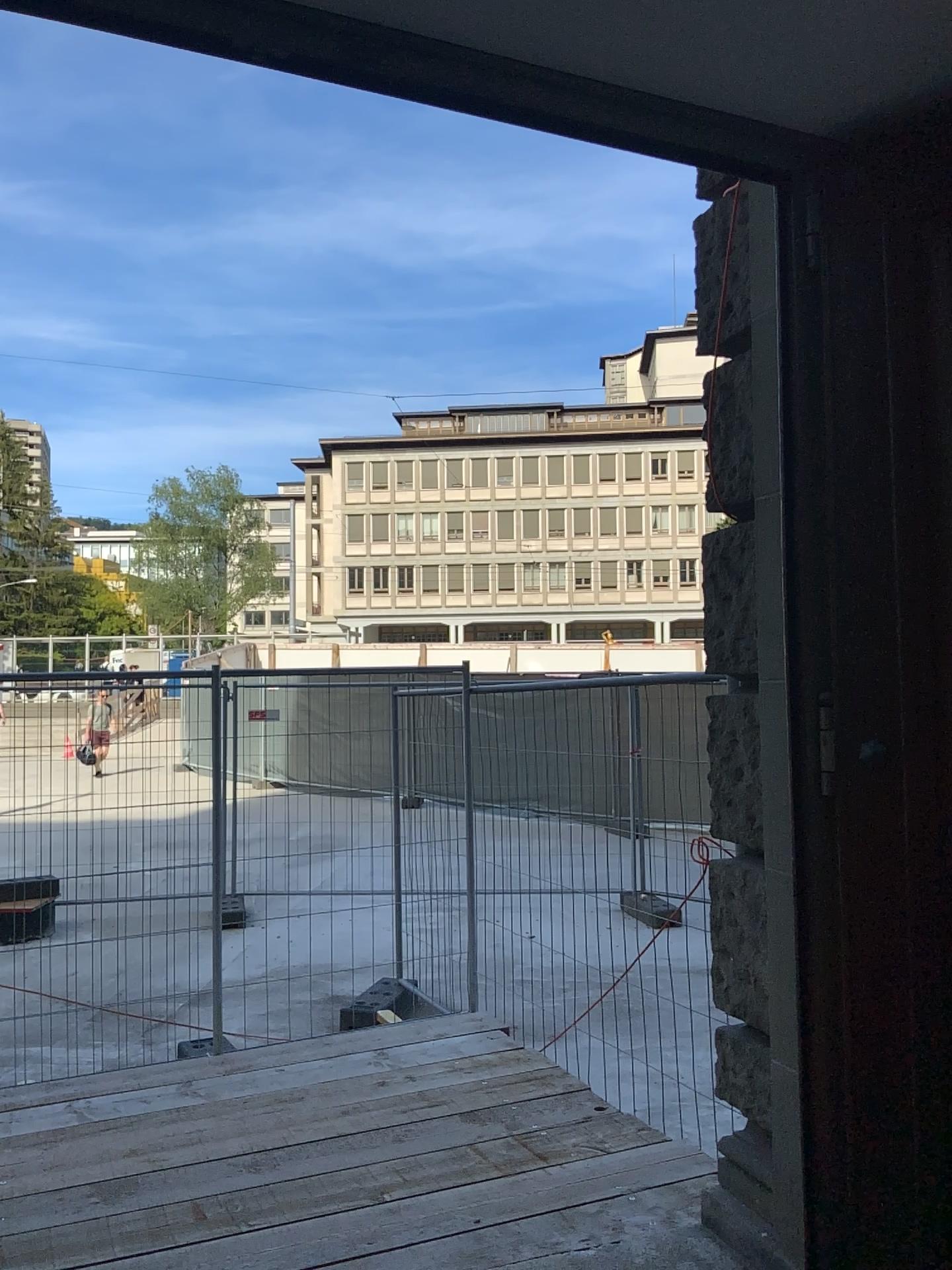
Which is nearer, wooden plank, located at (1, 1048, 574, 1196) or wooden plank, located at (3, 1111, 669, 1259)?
wooden plank, located at (3, 1111, 669, 1259)

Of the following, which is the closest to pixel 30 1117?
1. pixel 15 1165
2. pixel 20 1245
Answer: pixel 15 1165

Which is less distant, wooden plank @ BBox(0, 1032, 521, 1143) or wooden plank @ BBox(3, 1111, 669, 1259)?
wooden plank @ BBox(3, 1111, 669, 1259)

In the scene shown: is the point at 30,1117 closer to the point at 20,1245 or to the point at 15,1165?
the point at 15,1165

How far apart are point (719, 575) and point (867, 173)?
1.2m

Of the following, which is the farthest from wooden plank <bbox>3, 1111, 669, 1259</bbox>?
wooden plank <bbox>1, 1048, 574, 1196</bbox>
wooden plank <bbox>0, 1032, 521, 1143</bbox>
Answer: wooden plank <bbox>0, 1032, 521, 1143</bbox>

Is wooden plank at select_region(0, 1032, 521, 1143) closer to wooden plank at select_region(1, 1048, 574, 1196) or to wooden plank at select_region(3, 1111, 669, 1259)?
wooden plank at select_region(1, 1048, 574, 1196)

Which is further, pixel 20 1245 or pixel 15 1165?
pixel 15 1165
